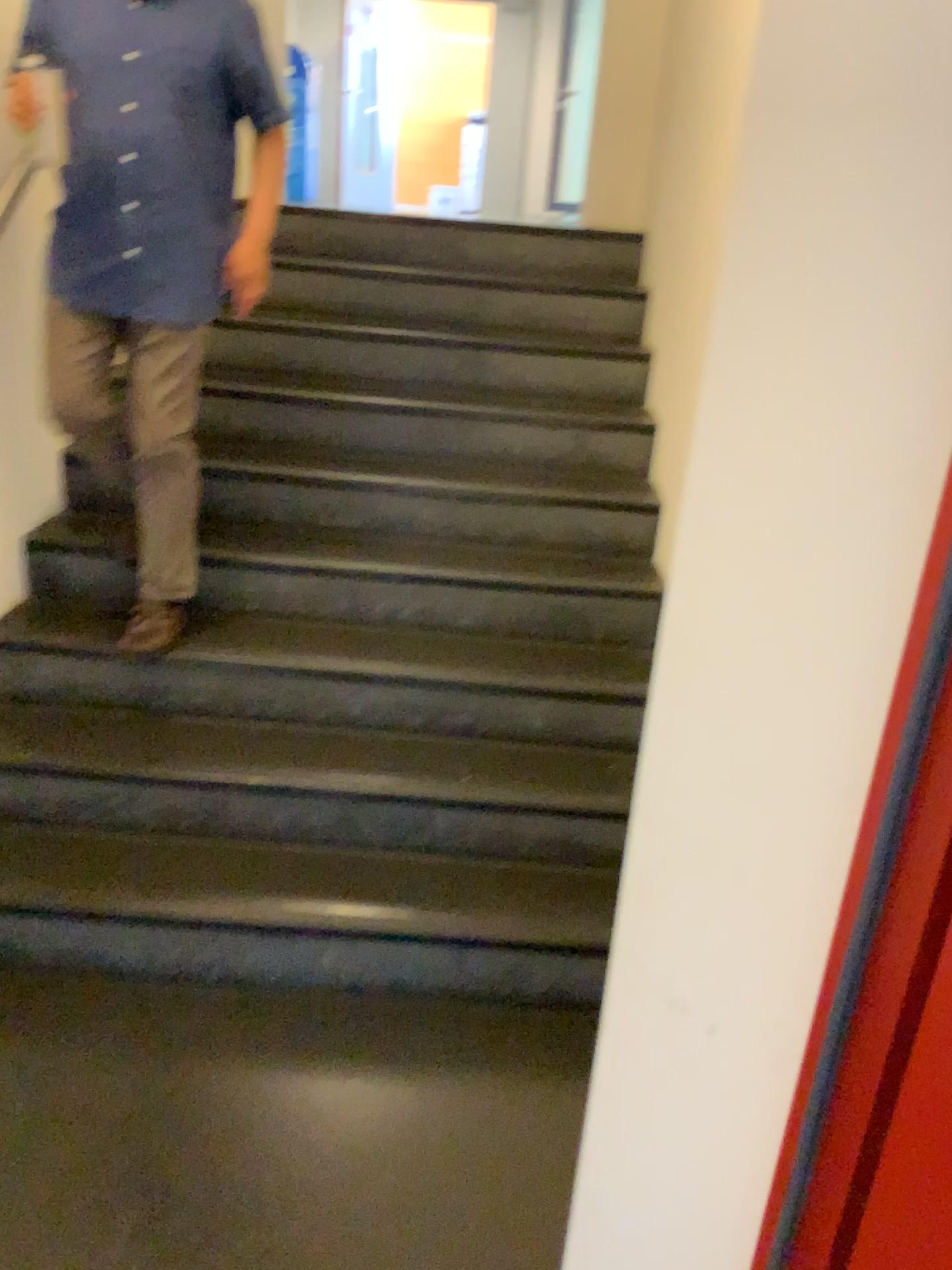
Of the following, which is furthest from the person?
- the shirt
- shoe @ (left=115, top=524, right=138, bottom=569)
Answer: shoe @ (left=115, top=524, right=138, bottom=569)

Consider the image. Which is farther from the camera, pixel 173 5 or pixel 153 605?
pixel 153 605

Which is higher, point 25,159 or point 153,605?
point 25,159

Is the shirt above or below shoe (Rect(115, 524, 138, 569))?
above

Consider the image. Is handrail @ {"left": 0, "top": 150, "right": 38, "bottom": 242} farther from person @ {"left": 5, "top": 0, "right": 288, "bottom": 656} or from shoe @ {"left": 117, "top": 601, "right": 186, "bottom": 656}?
shoe @ {"left": 117, "top": 601, "right": 186, "bottom": 656}

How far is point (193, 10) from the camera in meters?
2.1 m

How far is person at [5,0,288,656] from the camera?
2.1 meters

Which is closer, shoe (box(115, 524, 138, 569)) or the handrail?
the handrail

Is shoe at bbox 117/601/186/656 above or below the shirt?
below

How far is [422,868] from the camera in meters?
2.3 m
